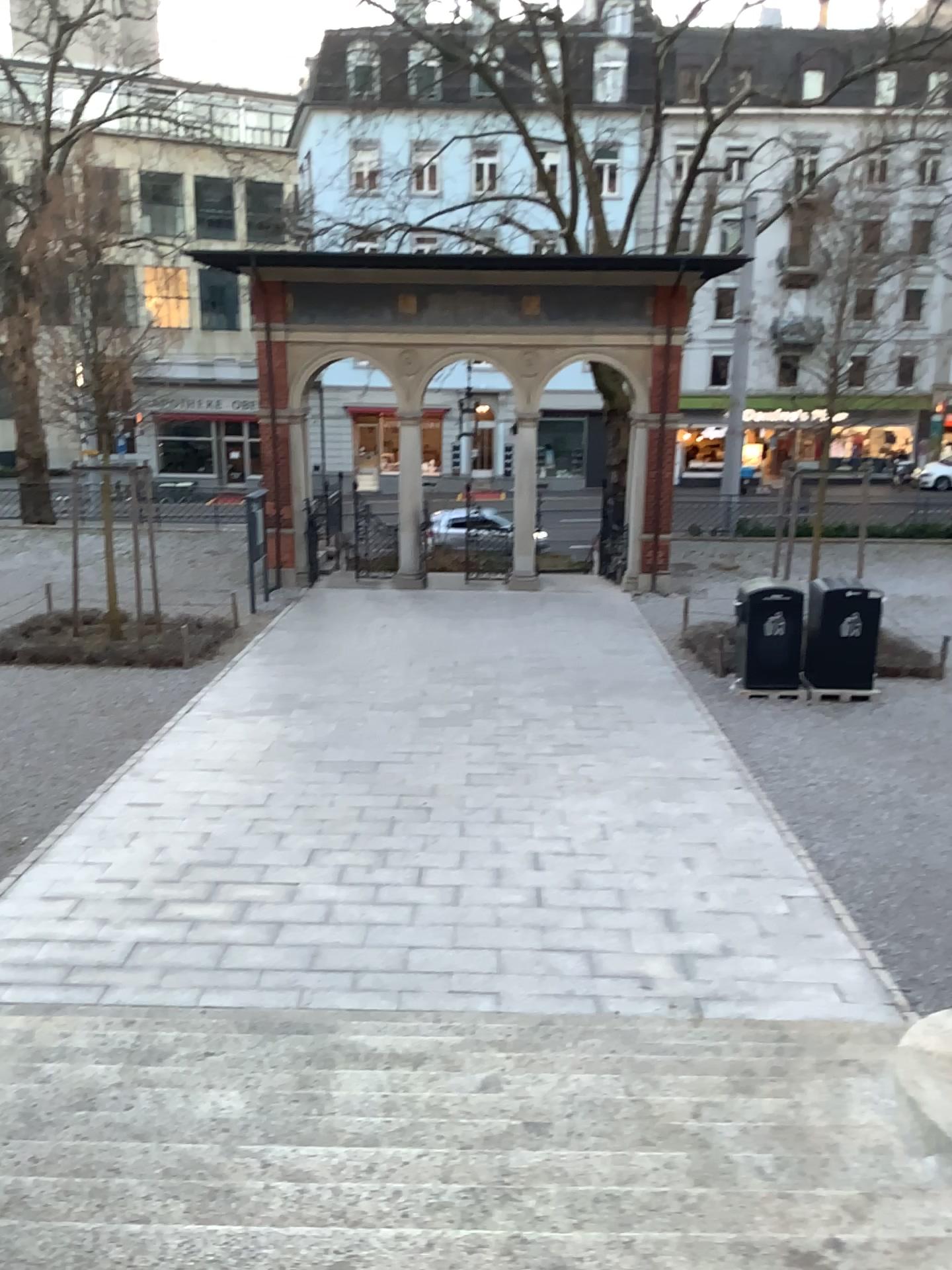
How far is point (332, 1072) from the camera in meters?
4.3 m
